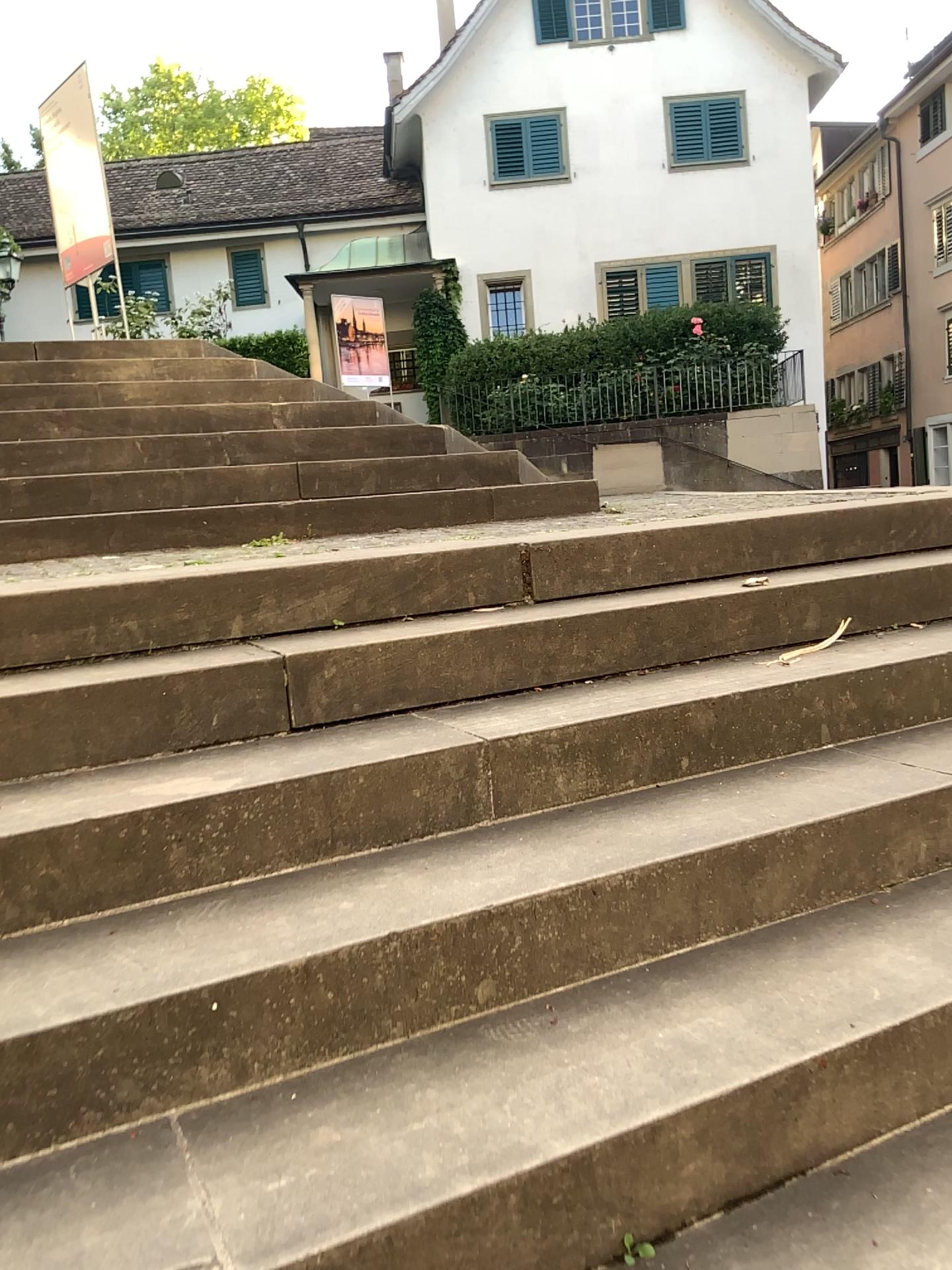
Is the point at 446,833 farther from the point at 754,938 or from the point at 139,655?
the point at 139,655
